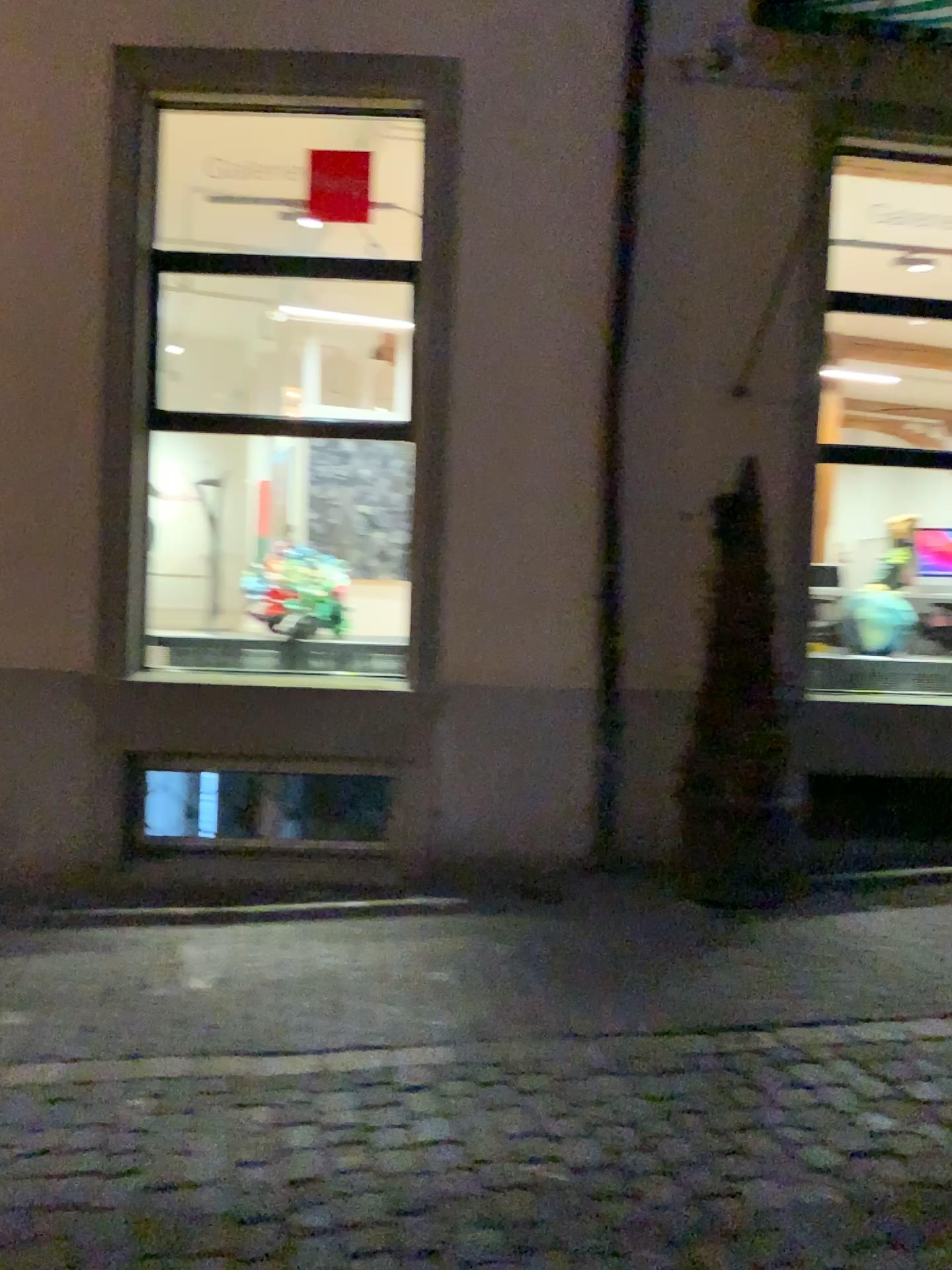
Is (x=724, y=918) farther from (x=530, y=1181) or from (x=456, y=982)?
(x=530, y=1181)
